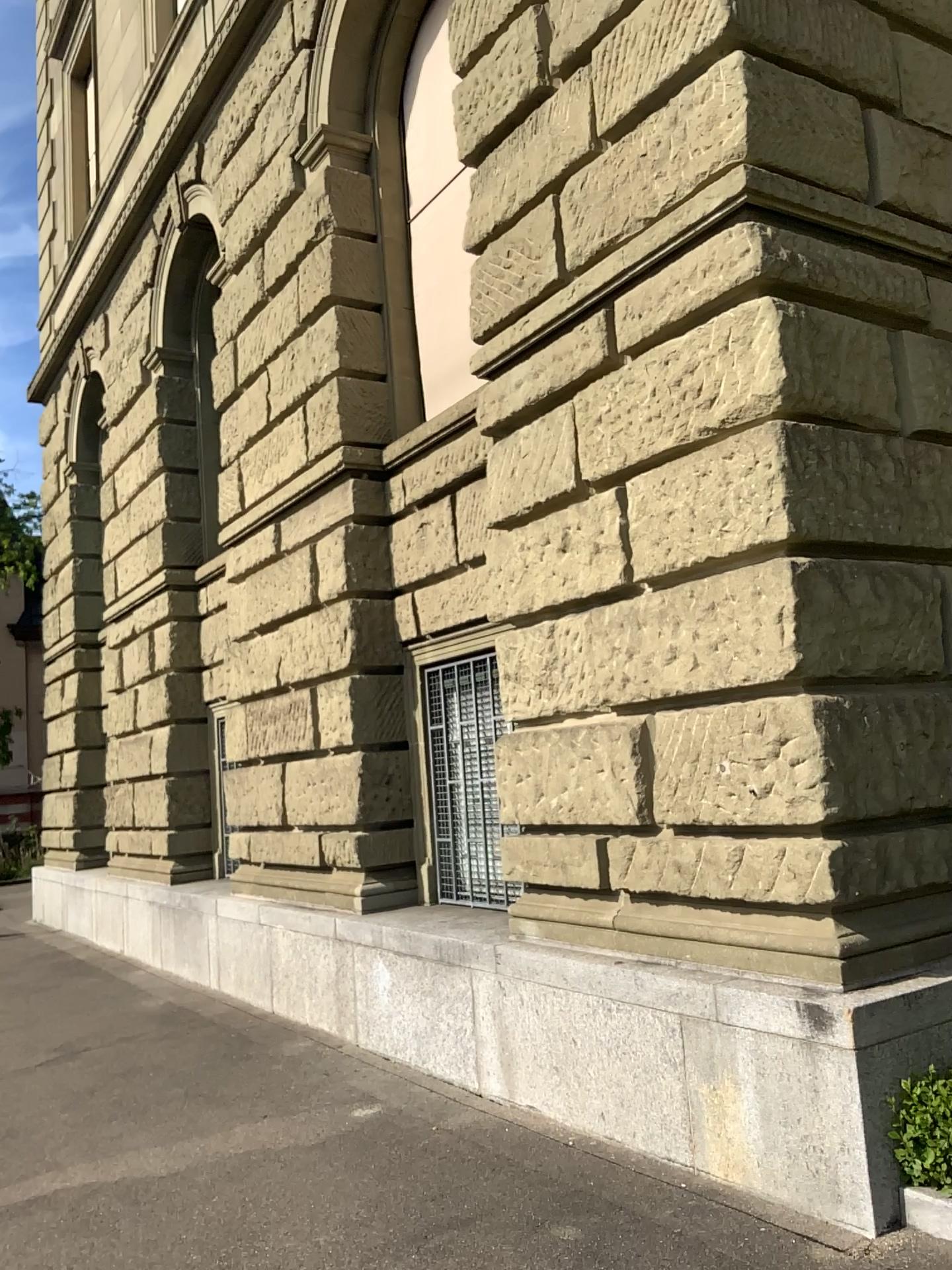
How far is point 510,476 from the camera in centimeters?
537cm
